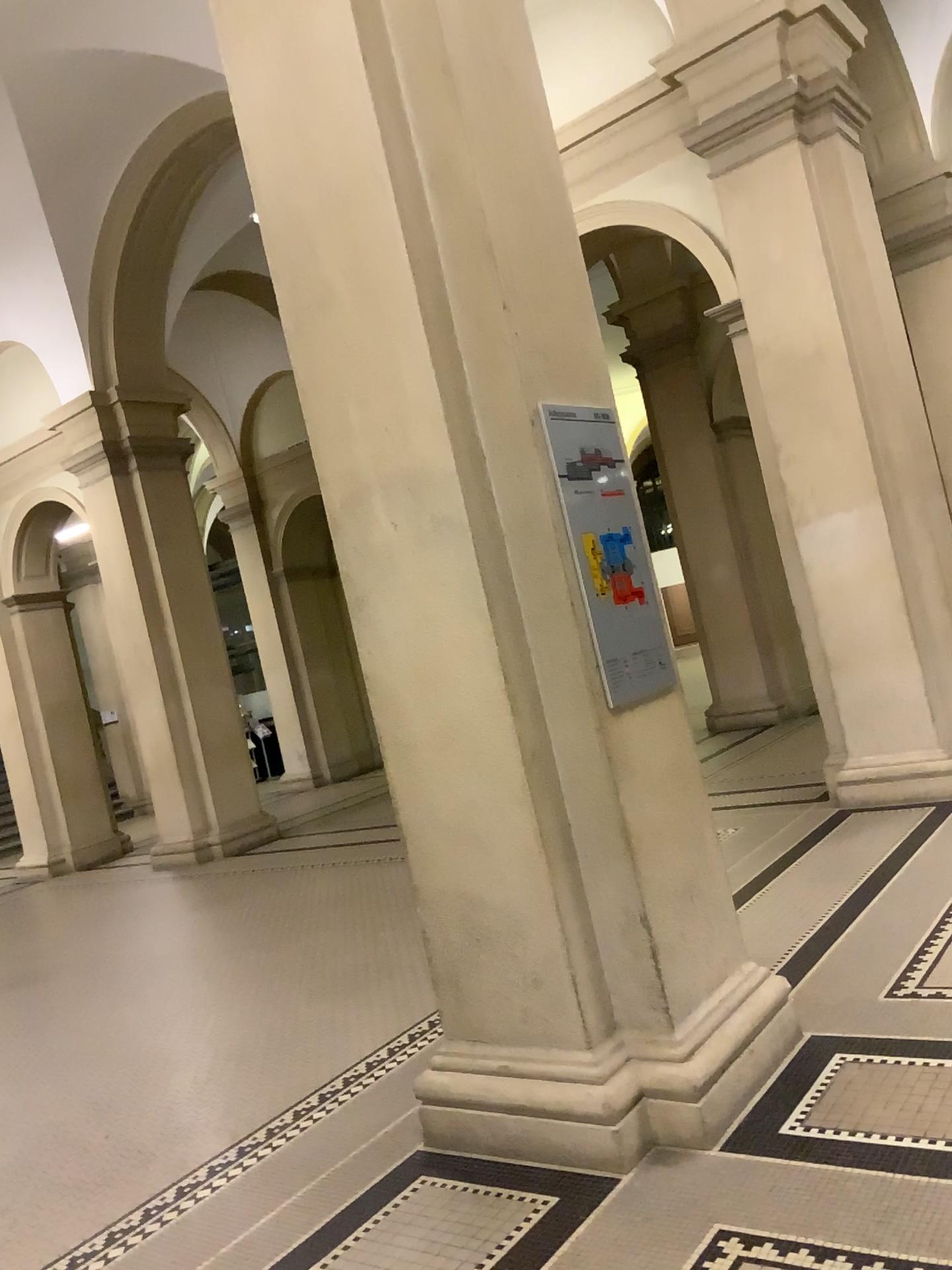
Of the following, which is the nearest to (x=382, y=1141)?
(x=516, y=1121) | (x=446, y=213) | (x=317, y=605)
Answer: (x=516, y=1121)

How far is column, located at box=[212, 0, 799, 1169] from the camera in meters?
3.0

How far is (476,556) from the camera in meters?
3.0 m

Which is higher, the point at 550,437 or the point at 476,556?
the point at 550,437

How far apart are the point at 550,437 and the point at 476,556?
0.4 meters

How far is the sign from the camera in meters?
3.1 m
